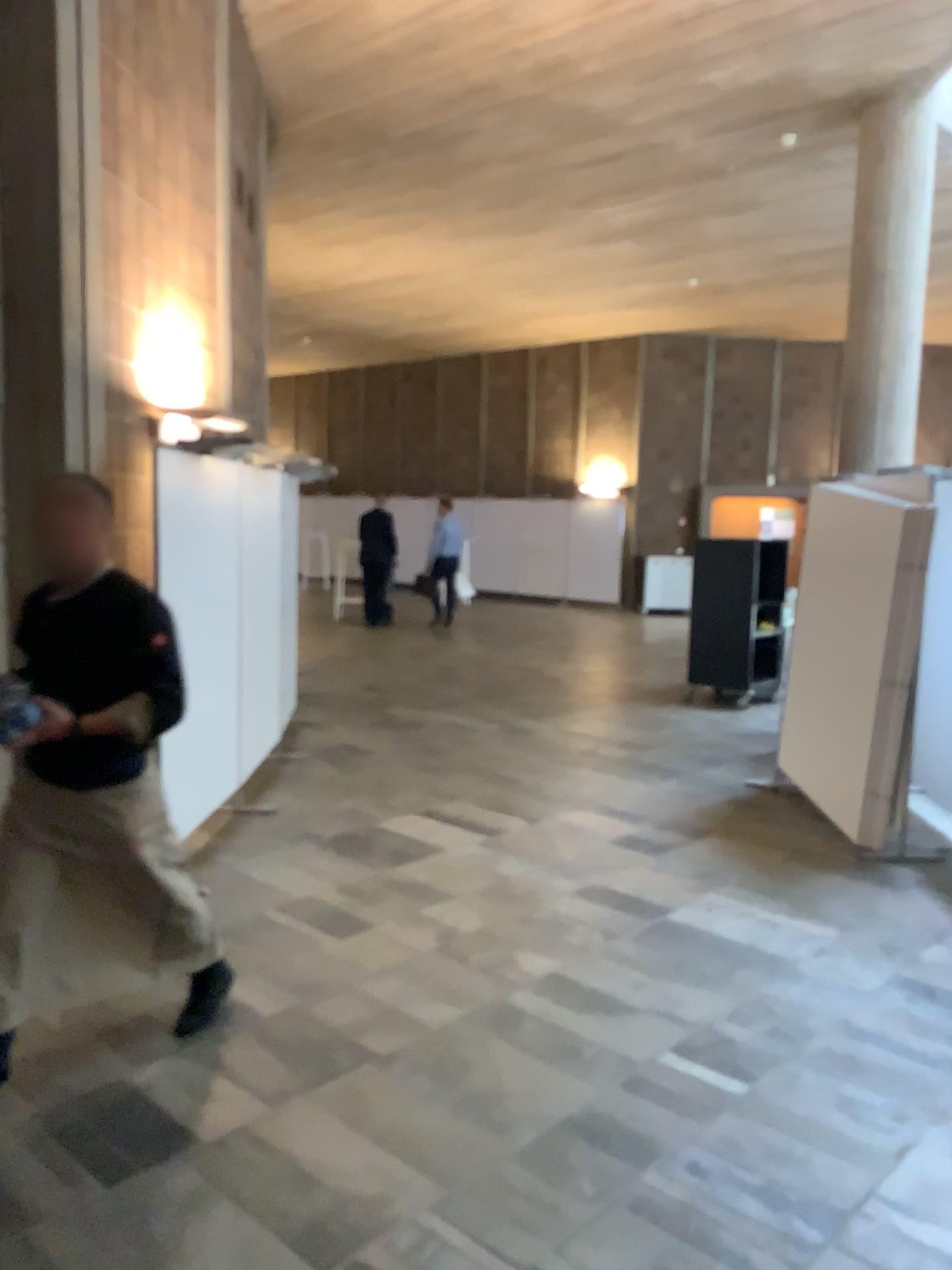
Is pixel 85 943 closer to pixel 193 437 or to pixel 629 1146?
pixel 629 1146

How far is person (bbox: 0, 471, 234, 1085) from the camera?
2.88m

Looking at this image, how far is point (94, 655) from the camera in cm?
288
